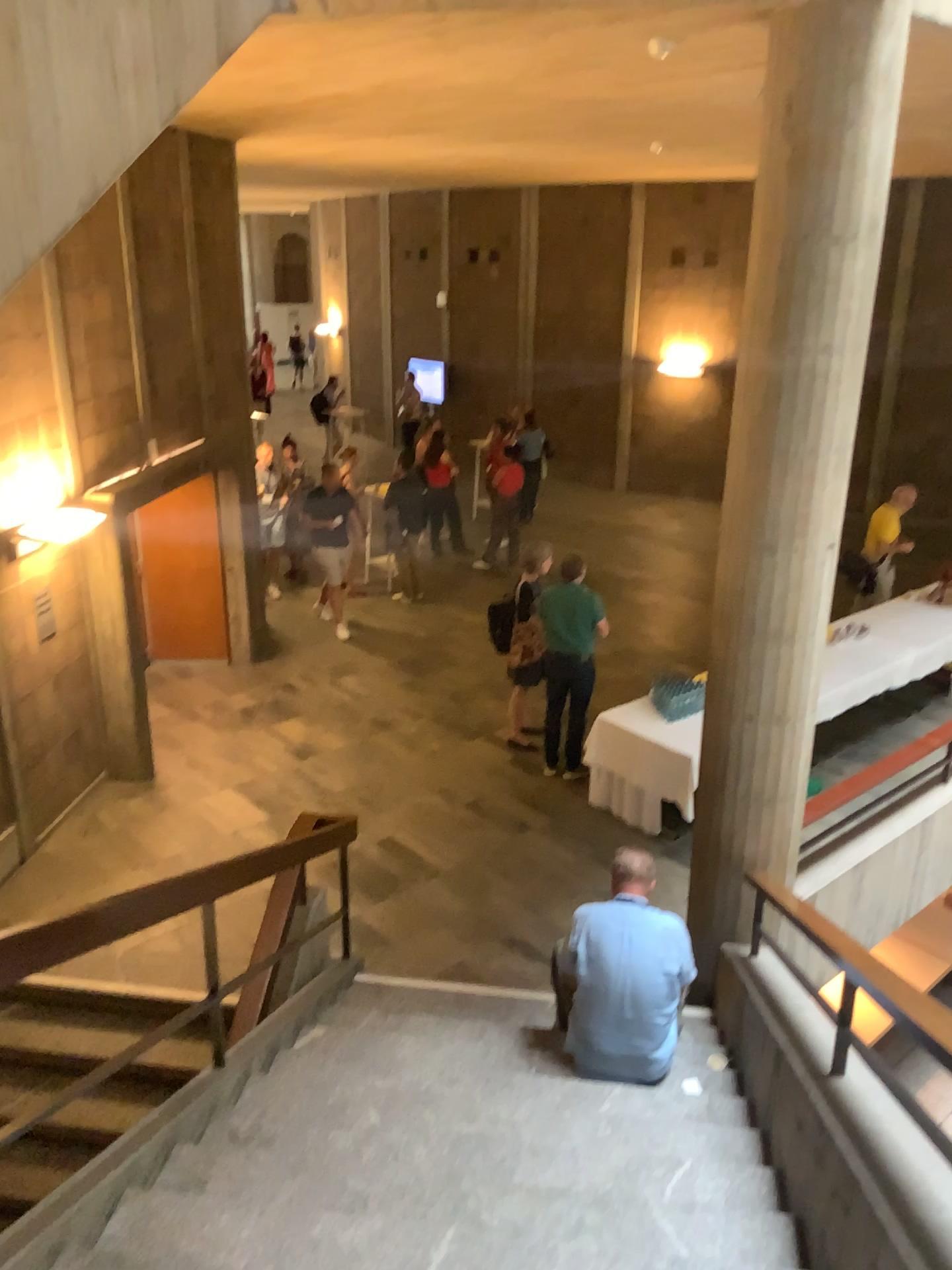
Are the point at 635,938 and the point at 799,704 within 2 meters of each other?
yes

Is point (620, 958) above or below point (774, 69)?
below

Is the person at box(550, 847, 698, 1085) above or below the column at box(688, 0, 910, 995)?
below

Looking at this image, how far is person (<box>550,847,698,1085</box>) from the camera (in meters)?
4.31

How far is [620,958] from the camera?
4.31m
